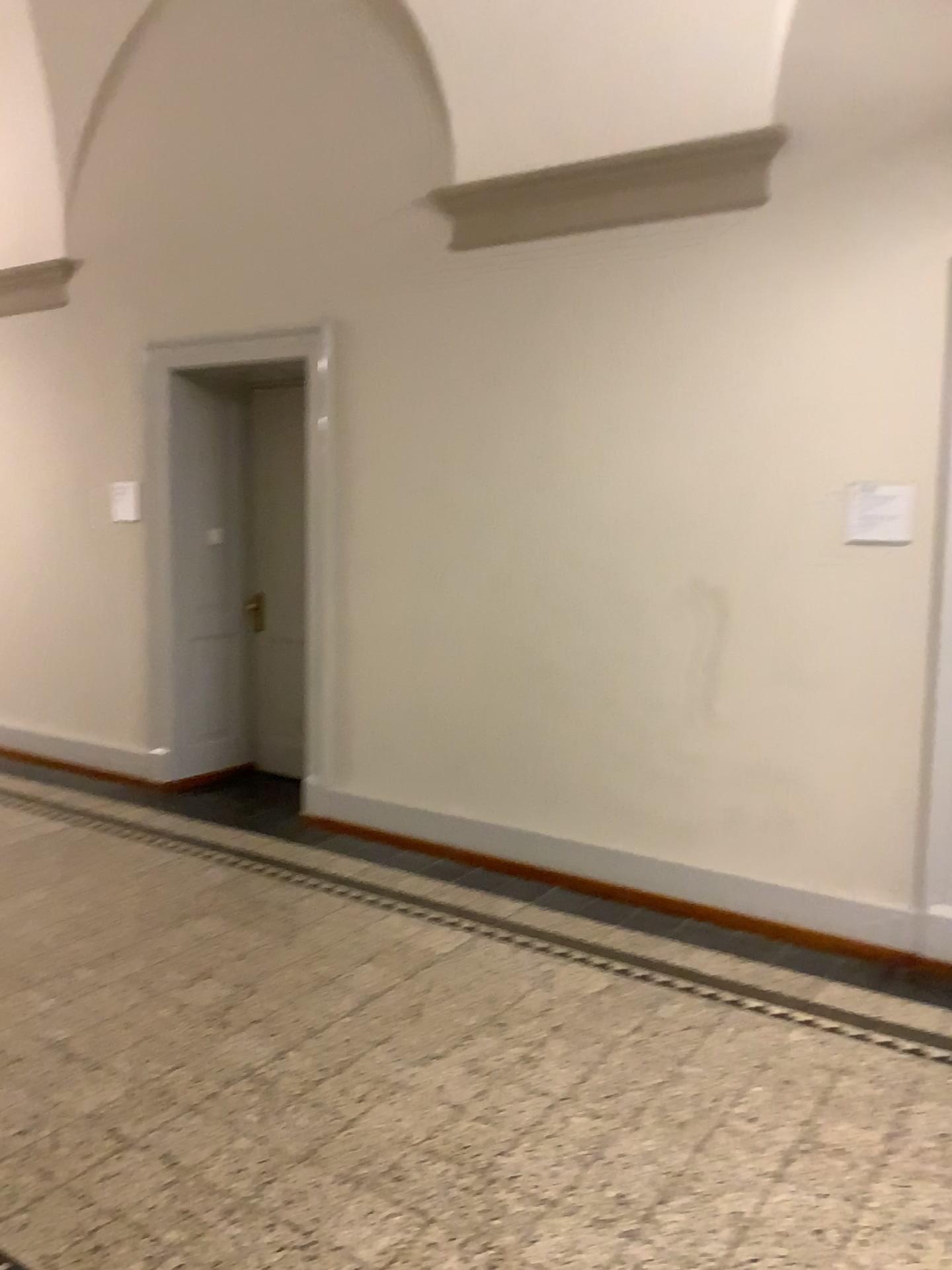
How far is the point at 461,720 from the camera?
4.91m
